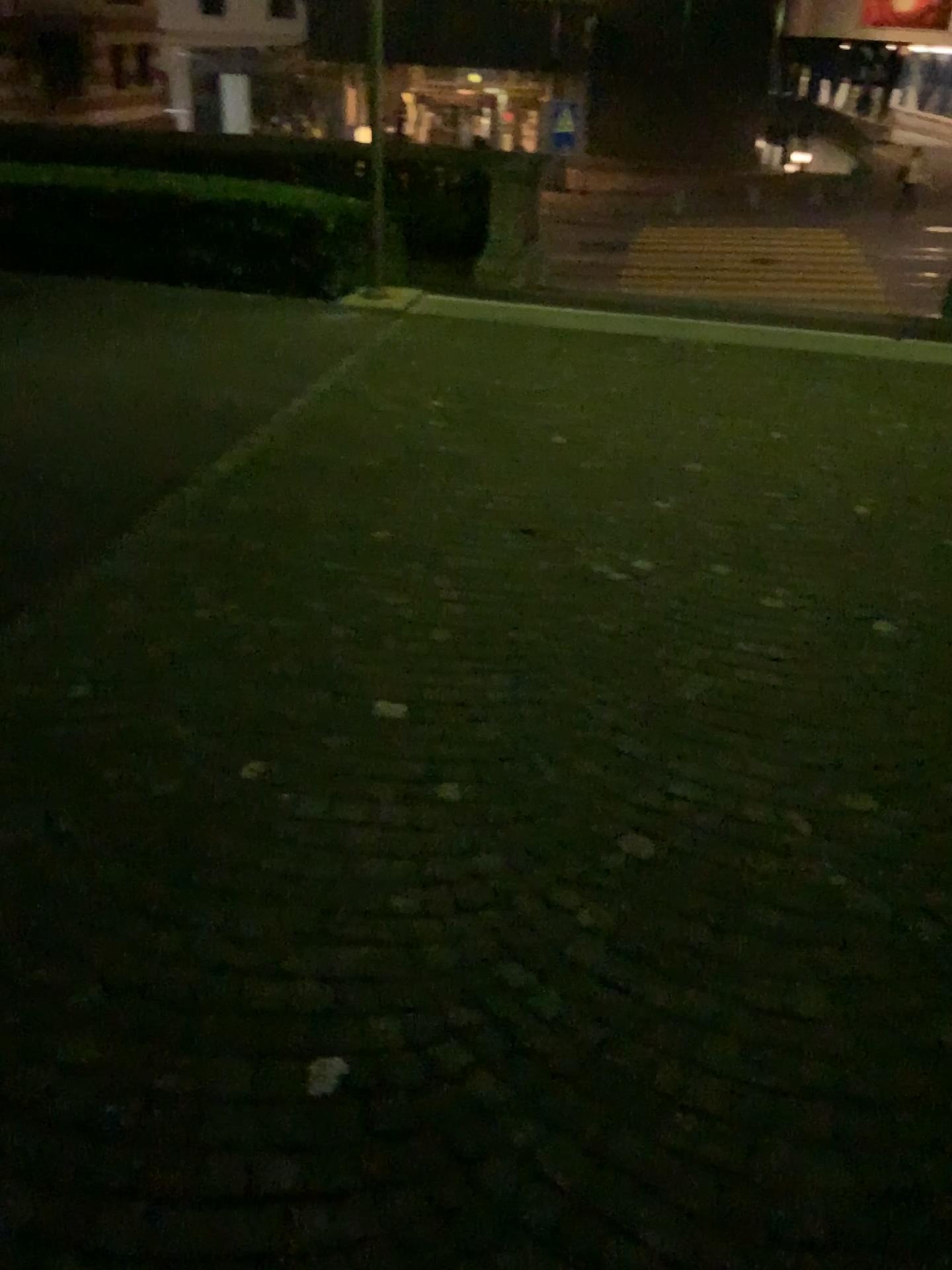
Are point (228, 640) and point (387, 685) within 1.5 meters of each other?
yes
